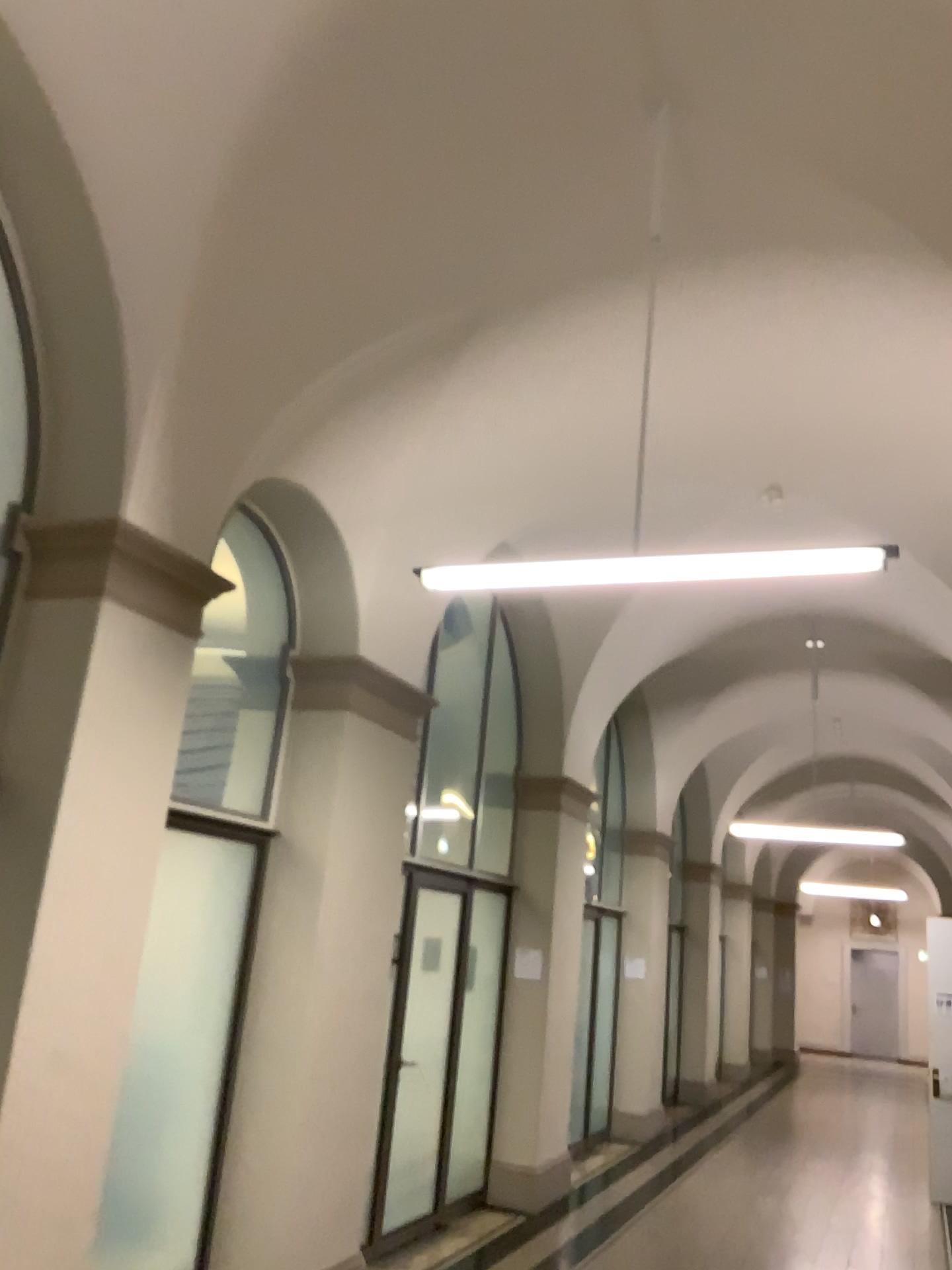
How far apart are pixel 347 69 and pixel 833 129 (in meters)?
1.71

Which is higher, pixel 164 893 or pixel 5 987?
pixel 164 893

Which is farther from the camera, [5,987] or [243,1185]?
[243,1185]

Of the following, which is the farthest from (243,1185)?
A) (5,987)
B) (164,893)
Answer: (5,987)

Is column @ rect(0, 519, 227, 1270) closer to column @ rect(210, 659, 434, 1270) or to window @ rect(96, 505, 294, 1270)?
window @ rect(96, 505, 294, 1270)

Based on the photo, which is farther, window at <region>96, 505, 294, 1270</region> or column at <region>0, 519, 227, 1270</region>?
window at <region>96, 505, 294, 1270</region>

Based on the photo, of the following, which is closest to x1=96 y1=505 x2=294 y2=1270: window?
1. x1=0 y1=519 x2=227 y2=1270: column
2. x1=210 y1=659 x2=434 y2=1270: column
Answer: x1=210 y1=659 x2=434 y2=1270: column

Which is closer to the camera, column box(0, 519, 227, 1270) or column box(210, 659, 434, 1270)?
column box(0, 519, 227, 1270)
